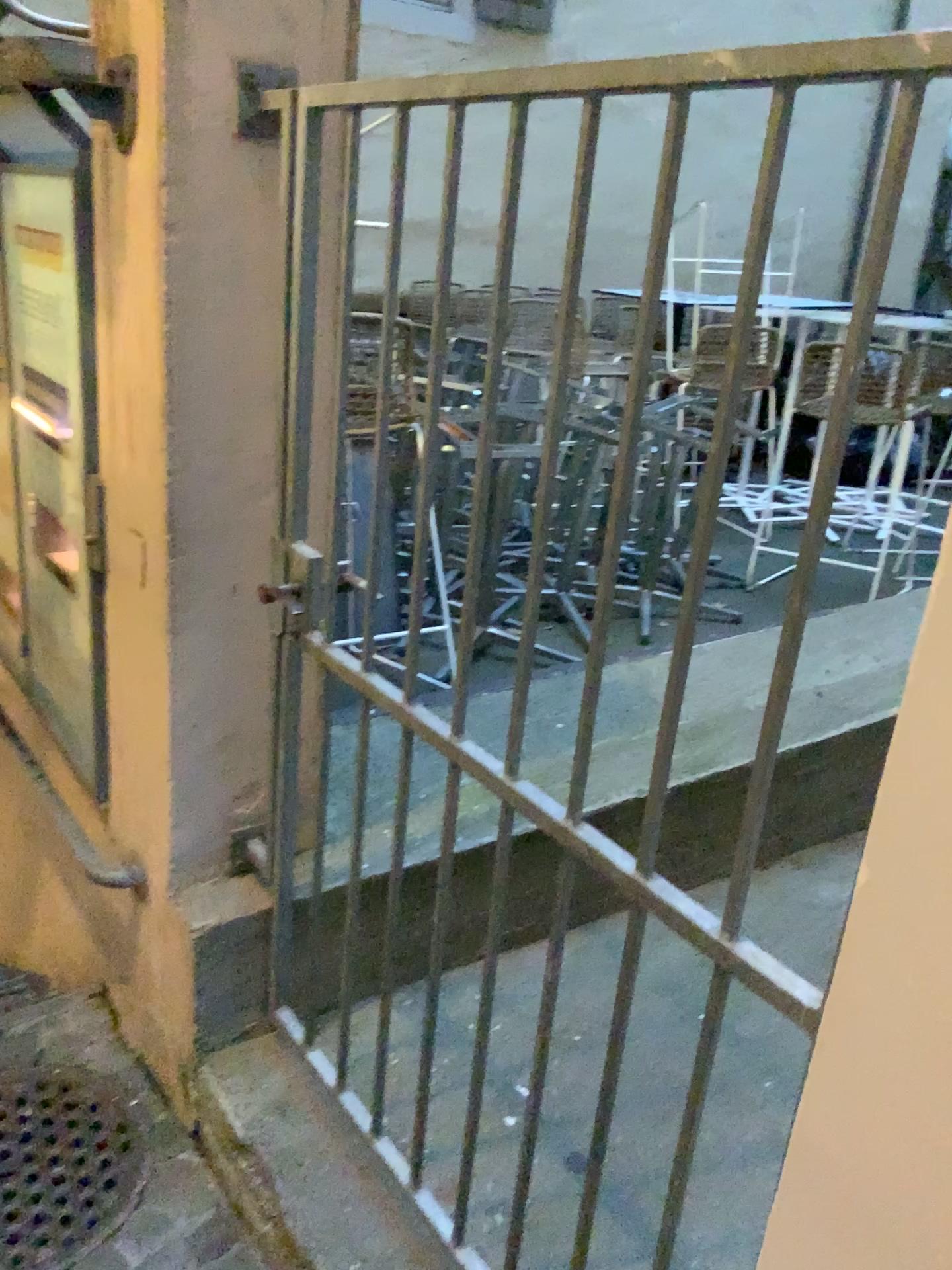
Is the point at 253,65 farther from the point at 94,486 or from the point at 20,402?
the point at 20,402

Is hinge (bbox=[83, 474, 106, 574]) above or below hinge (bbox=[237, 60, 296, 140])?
below

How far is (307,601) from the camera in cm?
187

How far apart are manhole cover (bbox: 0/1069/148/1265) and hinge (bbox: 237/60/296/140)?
1.9m

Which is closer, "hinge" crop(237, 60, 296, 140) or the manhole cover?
"hinge" crop(237, 60, 296, 140)

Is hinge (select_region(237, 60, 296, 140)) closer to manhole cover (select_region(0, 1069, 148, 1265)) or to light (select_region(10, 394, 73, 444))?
light (select_region(10, 394, 73, 444))

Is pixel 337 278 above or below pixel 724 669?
above

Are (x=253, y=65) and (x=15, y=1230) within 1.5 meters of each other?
no

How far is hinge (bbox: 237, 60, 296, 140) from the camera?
1.6 meters

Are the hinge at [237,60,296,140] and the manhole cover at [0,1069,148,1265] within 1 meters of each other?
no
